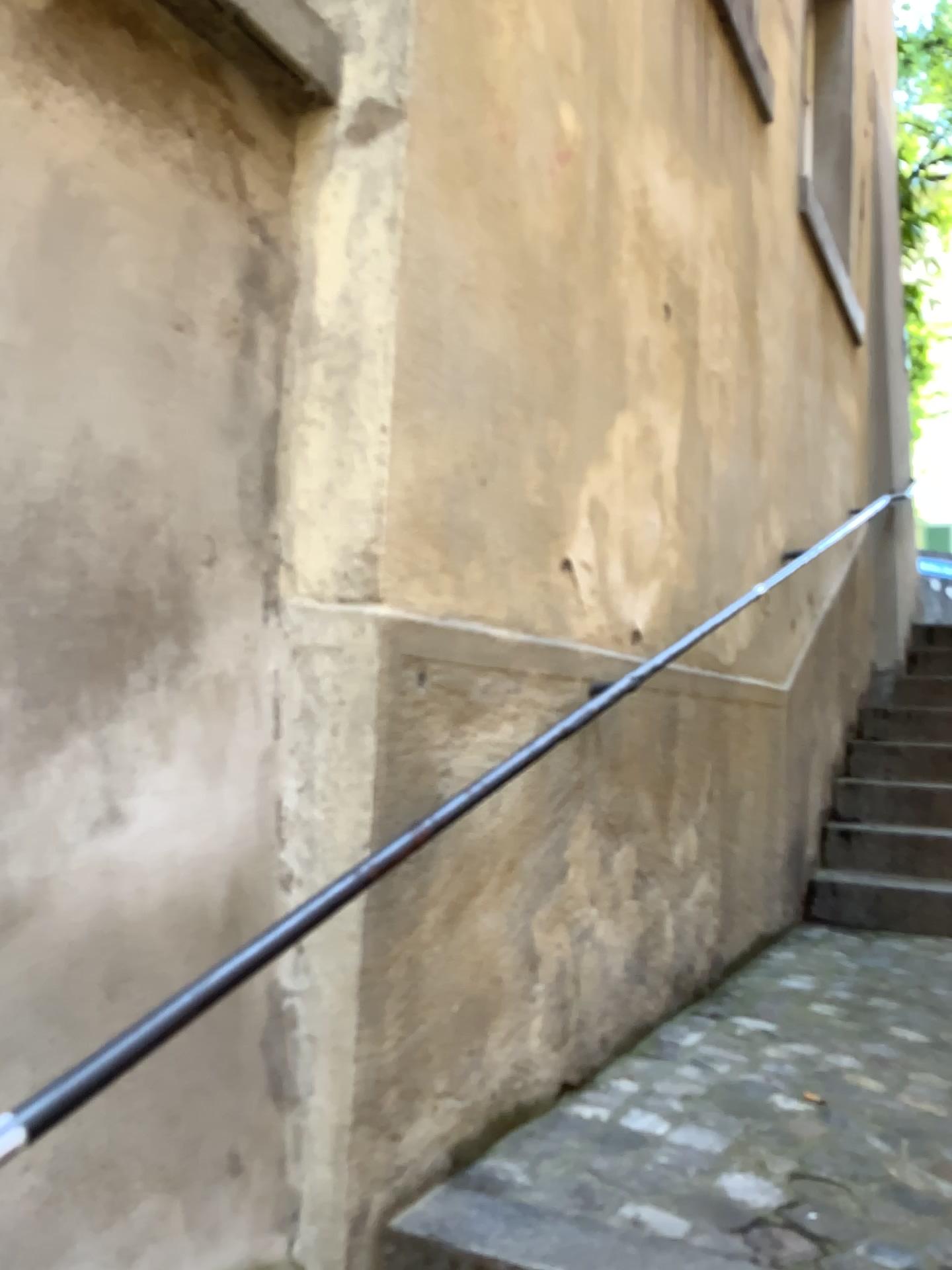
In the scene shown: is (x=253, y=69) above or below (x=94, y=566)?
above
